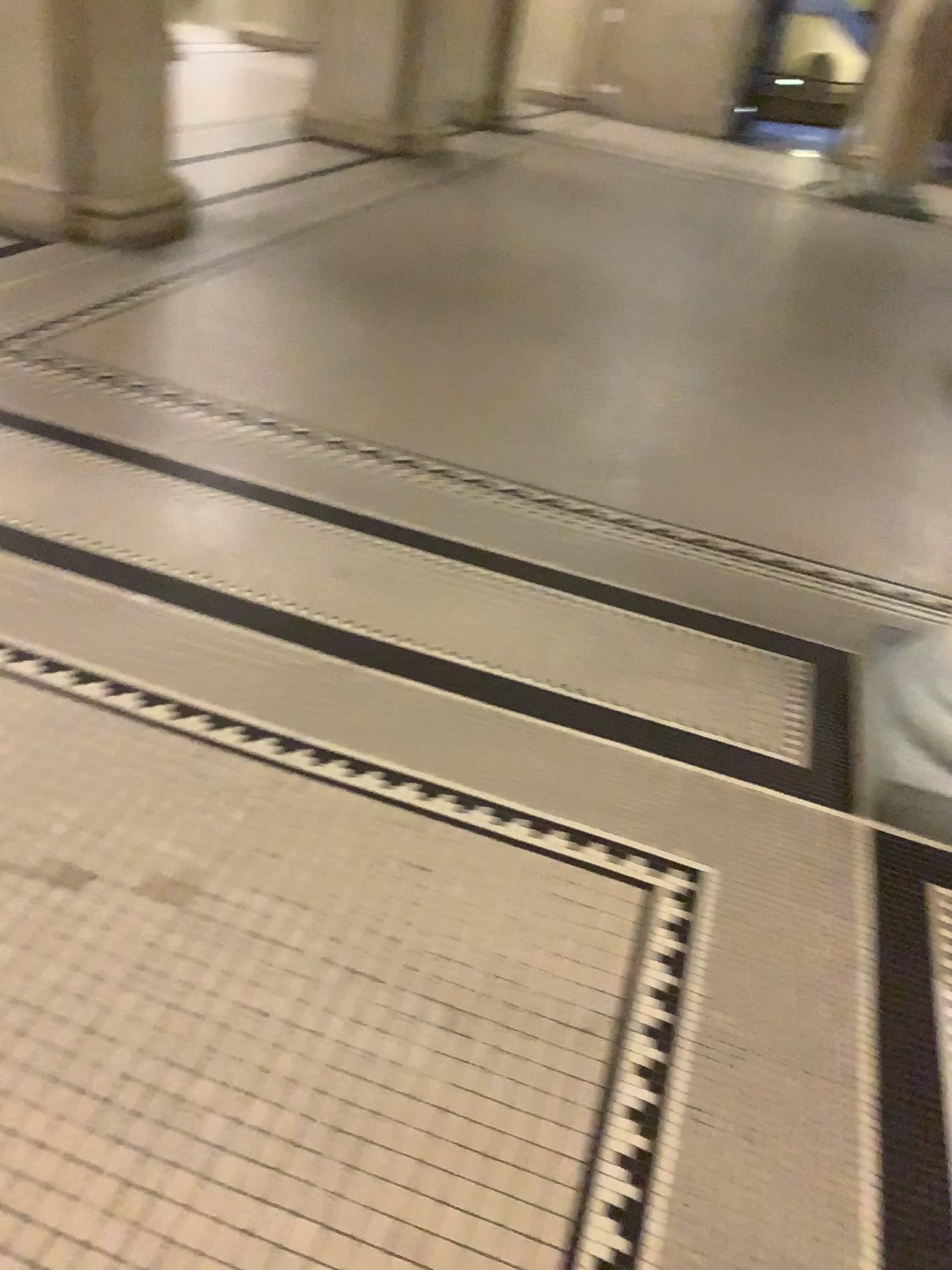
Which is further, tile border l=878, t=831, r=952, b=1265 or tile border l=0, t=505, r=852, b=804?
tile border l=0, t=505, r=852, b=804

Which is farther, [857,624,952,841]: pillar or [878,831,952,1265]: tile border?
[857,624,952,841]: pillar

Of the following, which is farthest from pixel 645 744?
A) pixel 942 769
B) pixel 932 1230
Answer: pixel 932 1230

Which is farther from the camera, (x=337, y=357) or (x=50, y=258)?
(x=50, y=258)

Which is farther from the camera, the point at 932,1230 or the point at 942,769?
the point at 942,769

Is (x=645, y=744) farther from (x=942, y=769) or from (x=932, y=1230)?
(x=932, y=1230)
